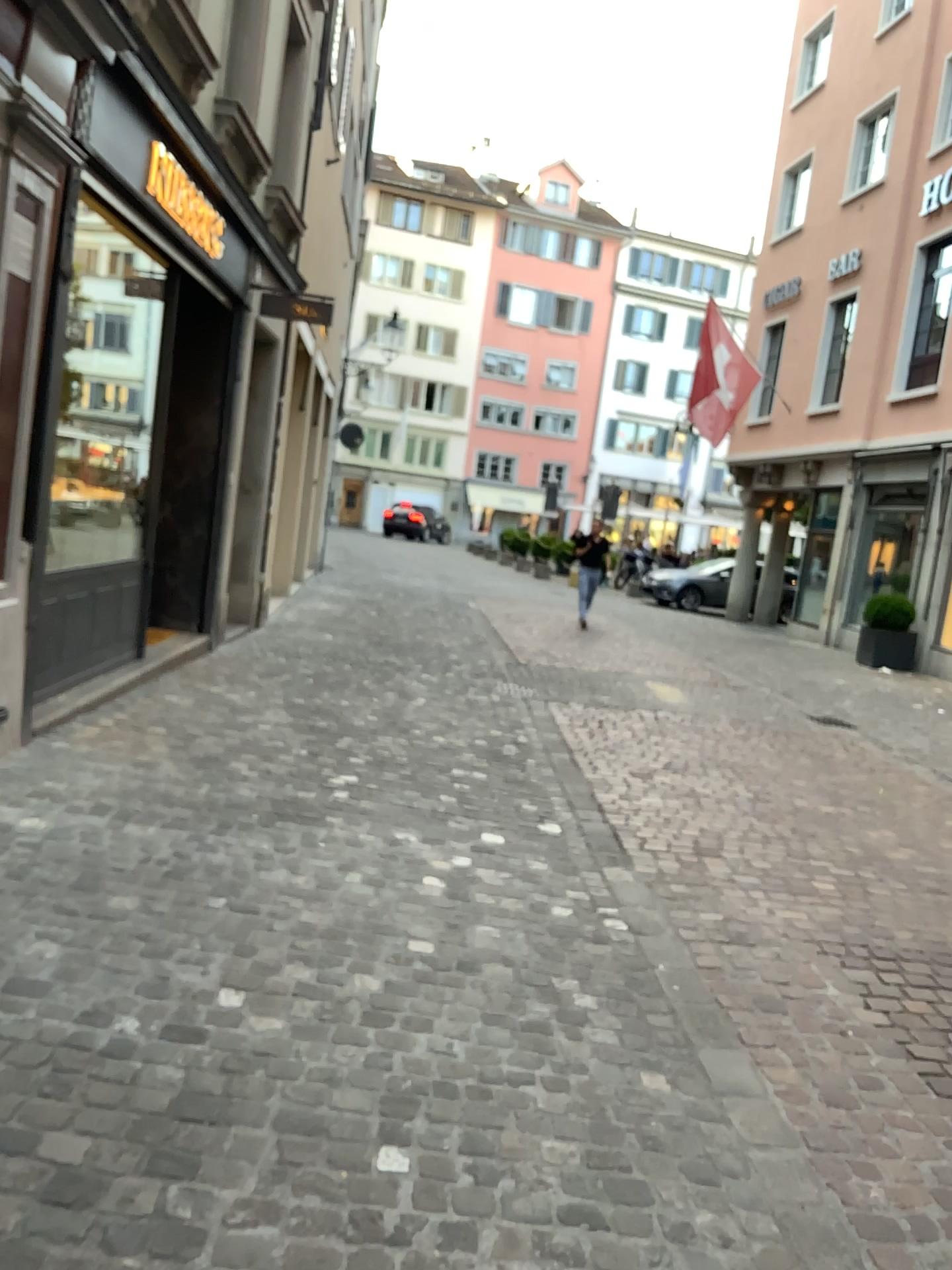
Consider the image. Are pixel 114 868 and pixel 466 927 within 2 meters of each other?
yes
